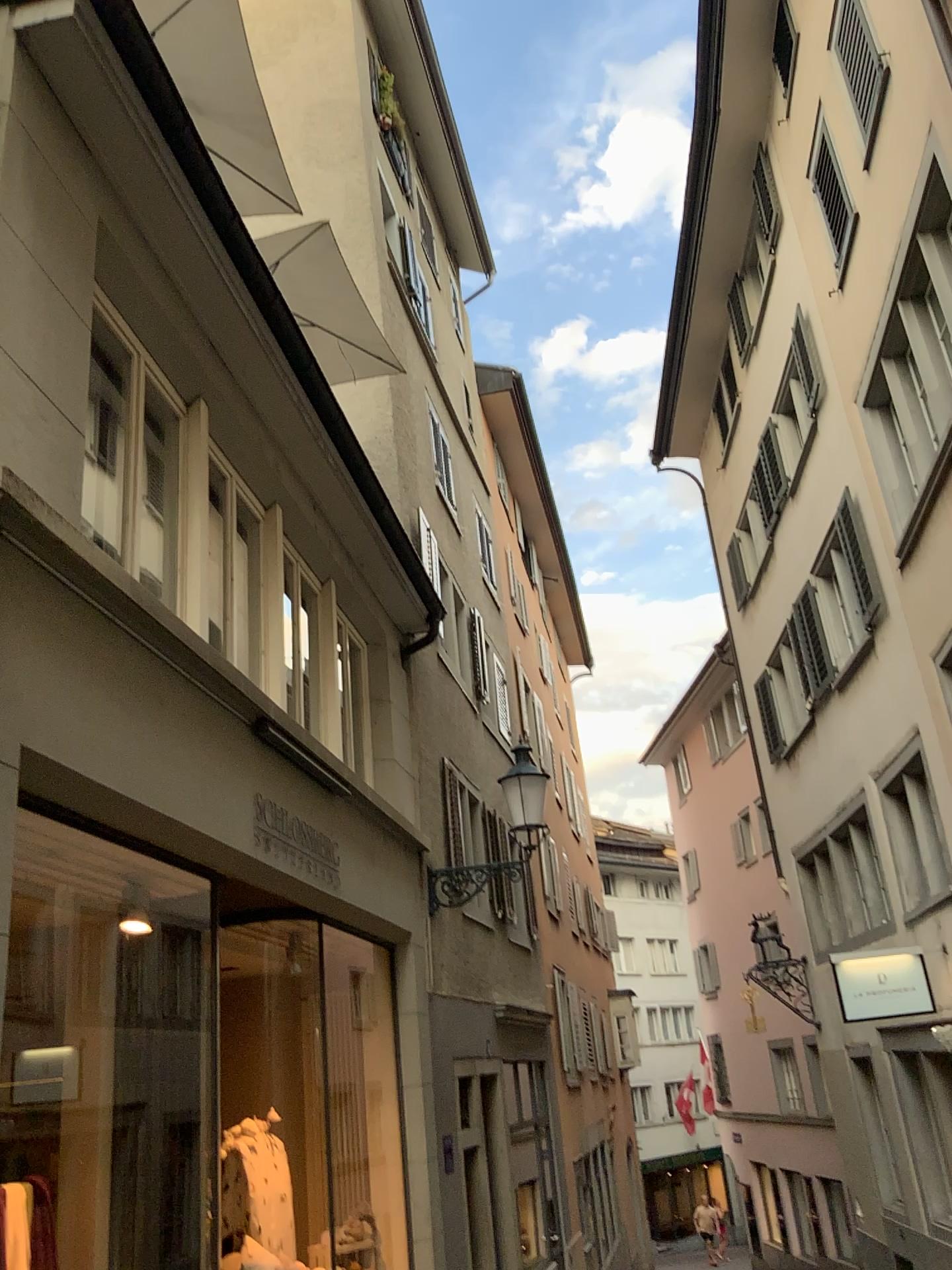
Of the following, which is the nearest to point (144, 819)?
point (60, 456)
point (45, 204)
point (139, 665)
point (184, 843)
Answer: point (184, 843)
